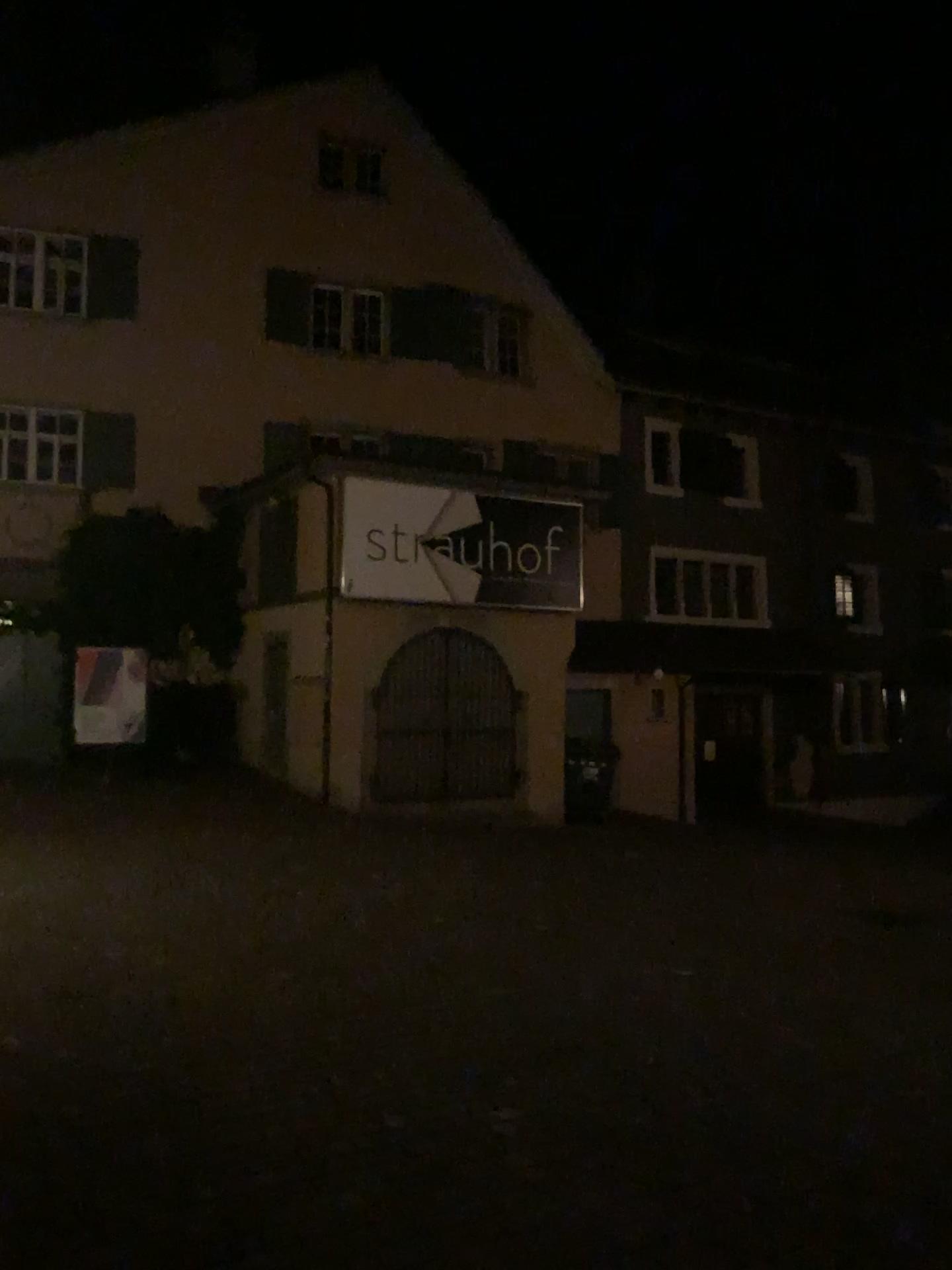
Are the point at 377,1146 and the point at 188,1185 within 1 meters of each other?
yes
